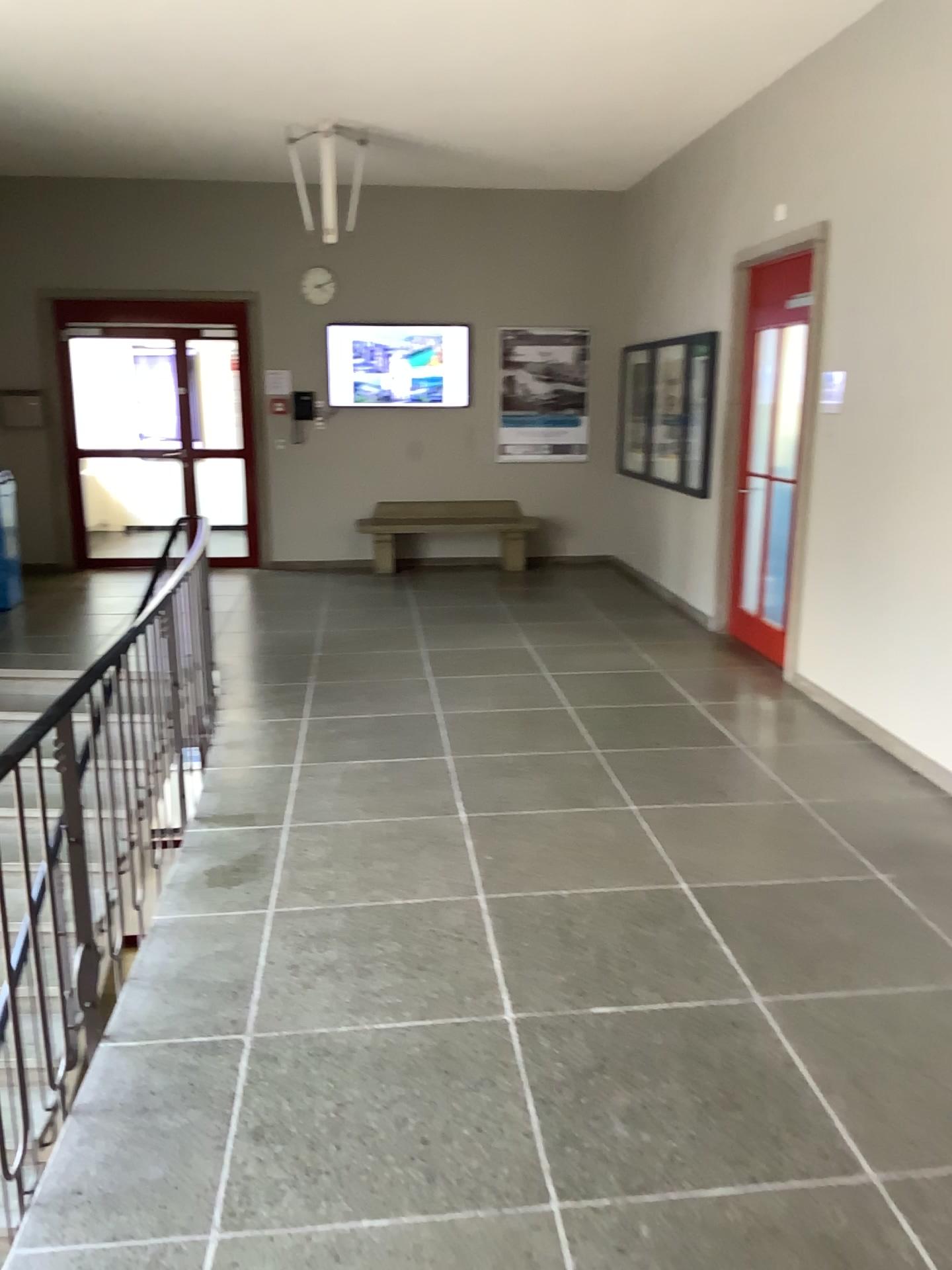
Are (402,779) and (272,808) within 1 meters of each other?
yes
